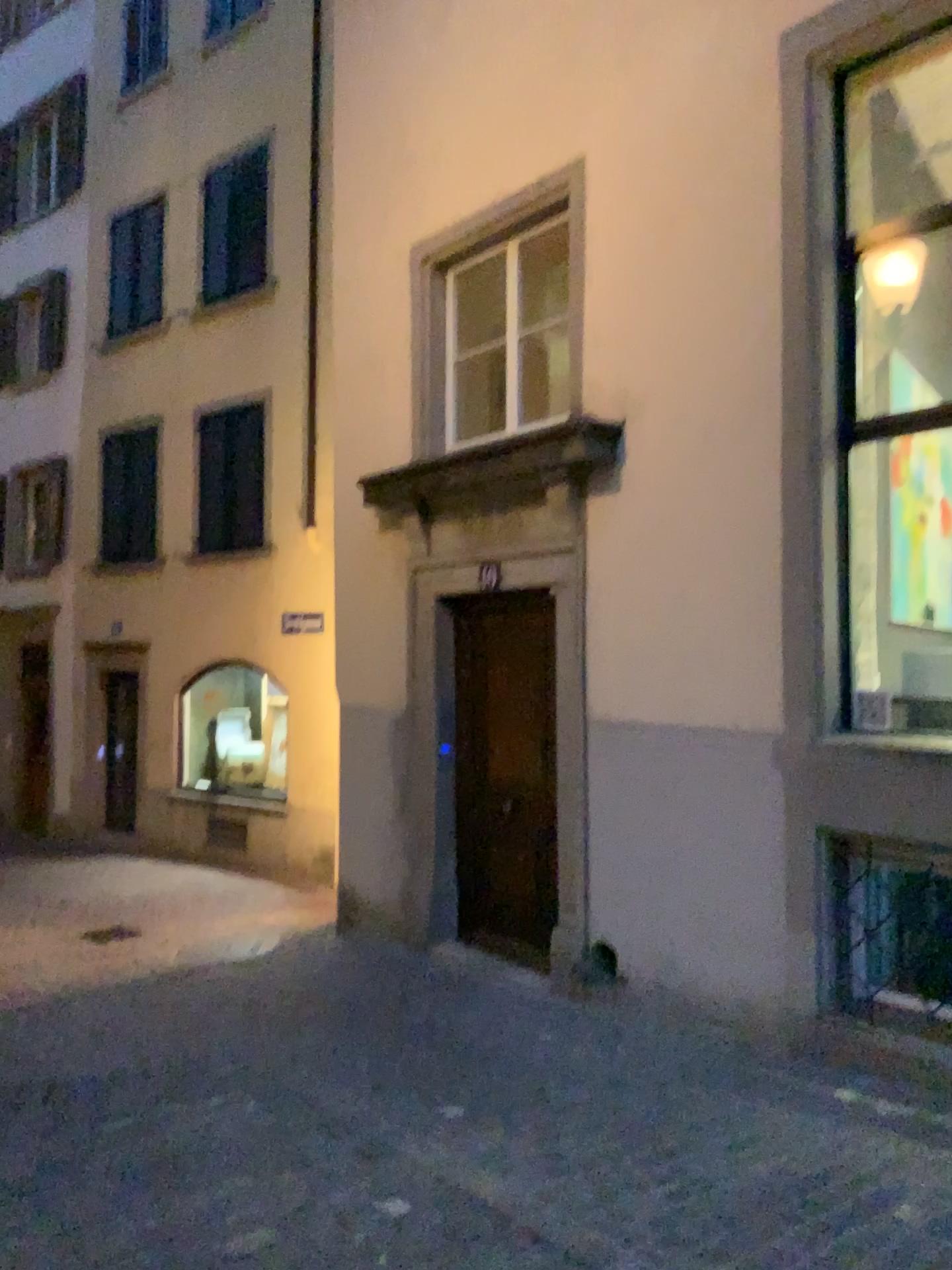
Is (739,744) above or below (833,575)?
below
